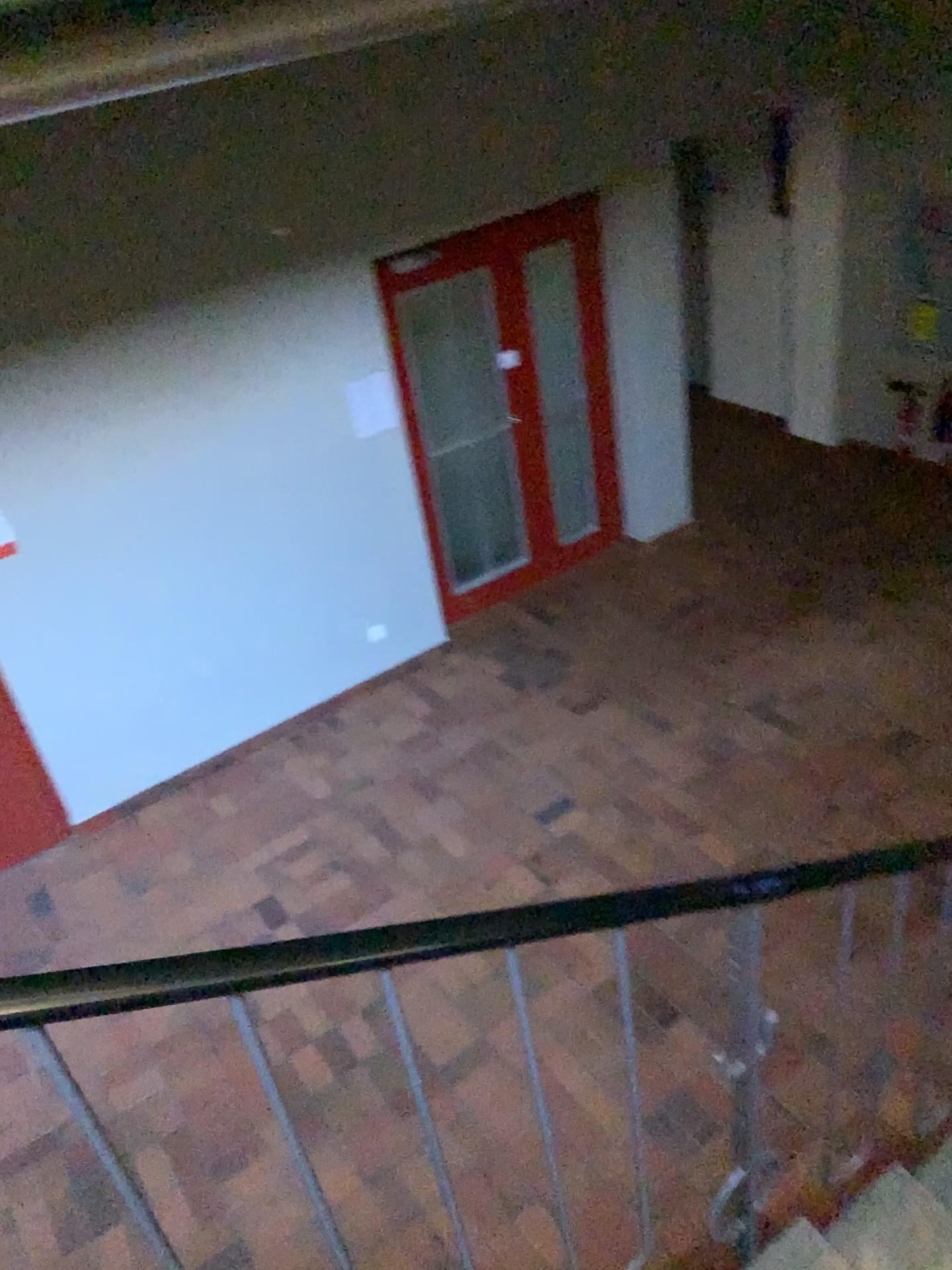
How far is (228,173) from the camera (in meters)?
4.34
